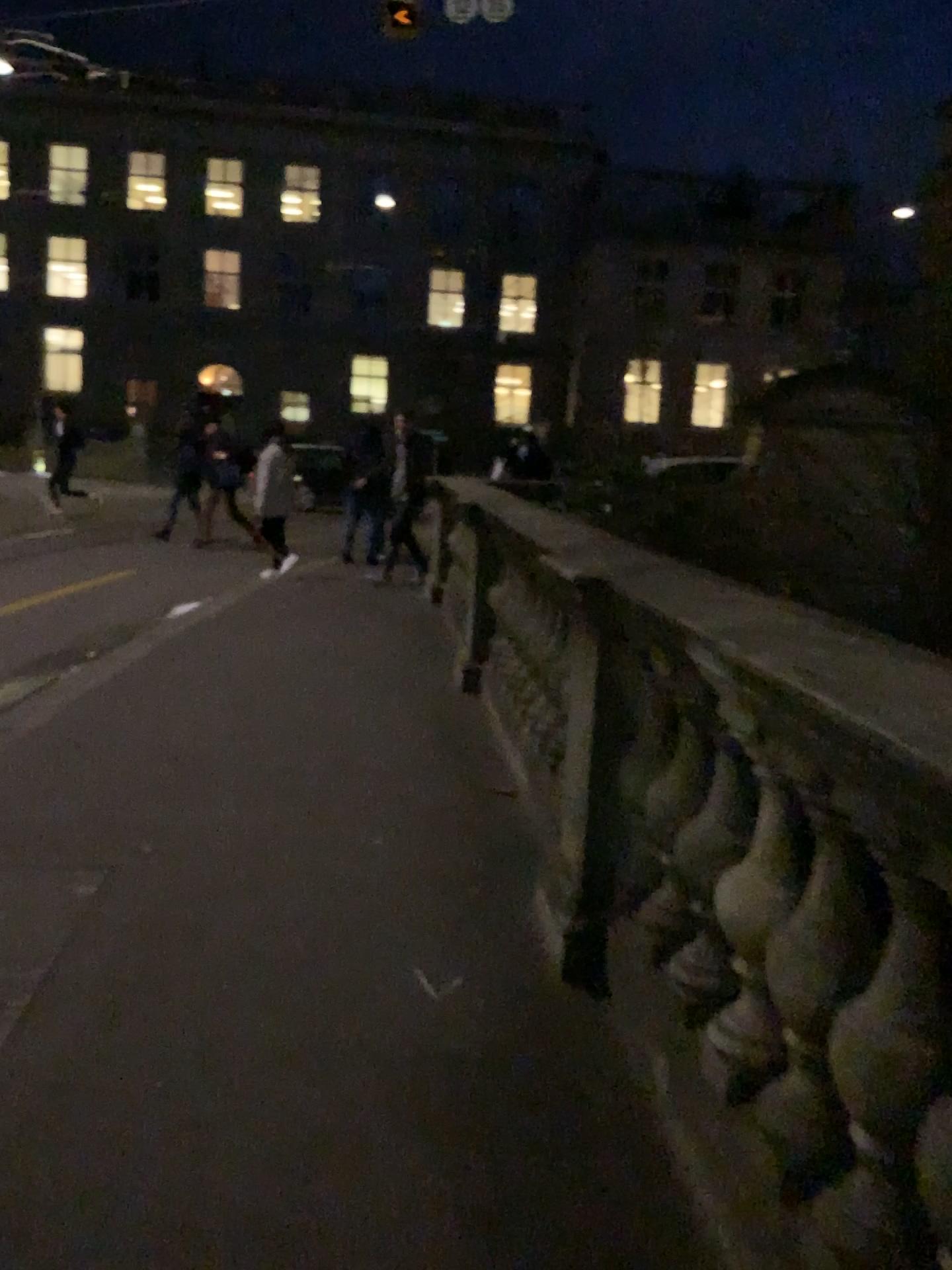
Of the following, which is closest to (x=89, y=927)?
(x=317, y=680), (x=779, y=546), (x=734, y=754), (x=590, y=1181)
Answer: (x=590, y=1181)
